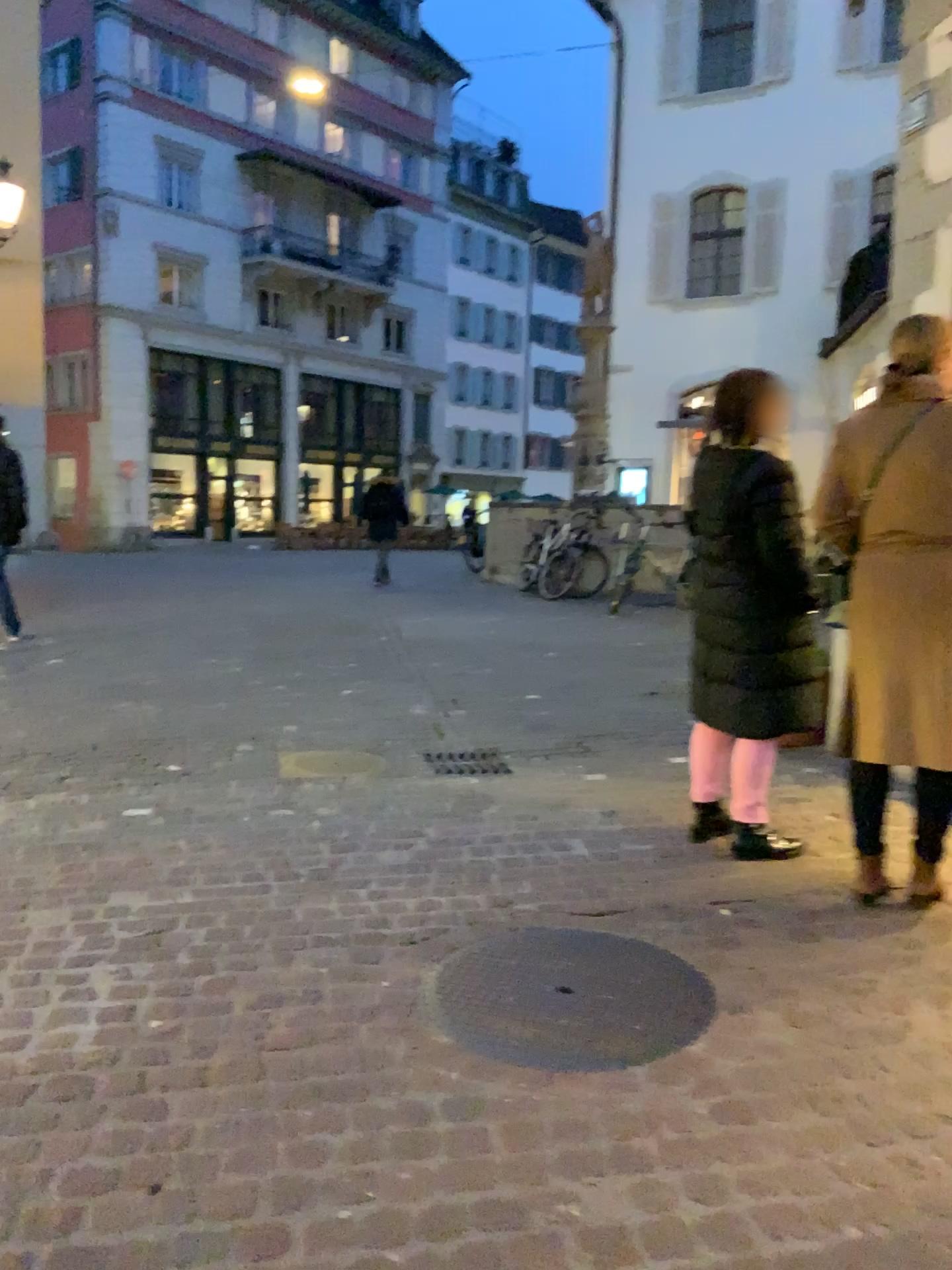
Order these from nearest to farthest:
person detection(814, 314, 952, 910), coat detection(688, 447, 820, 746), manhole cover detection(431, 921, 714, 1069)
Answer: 1. manhole cover detection(431, 921, 714, 1069)
2. person detection(814, 314, 952, 910)
3. coat detection(688, 447, 820, 746)

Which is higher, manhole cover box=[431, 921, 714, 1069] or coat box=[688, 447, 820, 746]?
coat box=[688, 447, 820, 746]

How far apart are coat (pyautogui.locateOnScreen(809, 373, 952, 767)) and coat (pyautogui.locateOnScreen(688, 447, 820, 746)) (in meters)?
0.27

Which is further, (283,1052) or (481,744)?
(481,744)

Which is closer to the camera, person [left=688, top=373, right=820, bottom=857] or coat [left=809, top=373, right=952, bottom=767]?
coat [left=809, top=373, right=952, bottom=767]

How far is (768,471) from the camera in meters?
3.3 m

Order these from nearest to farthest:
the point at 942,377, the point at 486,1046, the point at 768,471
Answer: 1. the point at 486,1046
2. the point at 942,377
3. the point at 768,471

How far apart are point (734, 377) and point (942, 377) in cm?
64

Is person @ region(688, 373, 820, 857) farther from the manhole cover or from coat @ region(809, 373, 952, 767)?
the manhole cover

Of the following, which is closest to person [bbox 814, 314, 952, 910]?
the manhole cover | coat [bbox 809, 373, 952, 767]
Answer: coat [bbox 809, 373, 952, 767]
